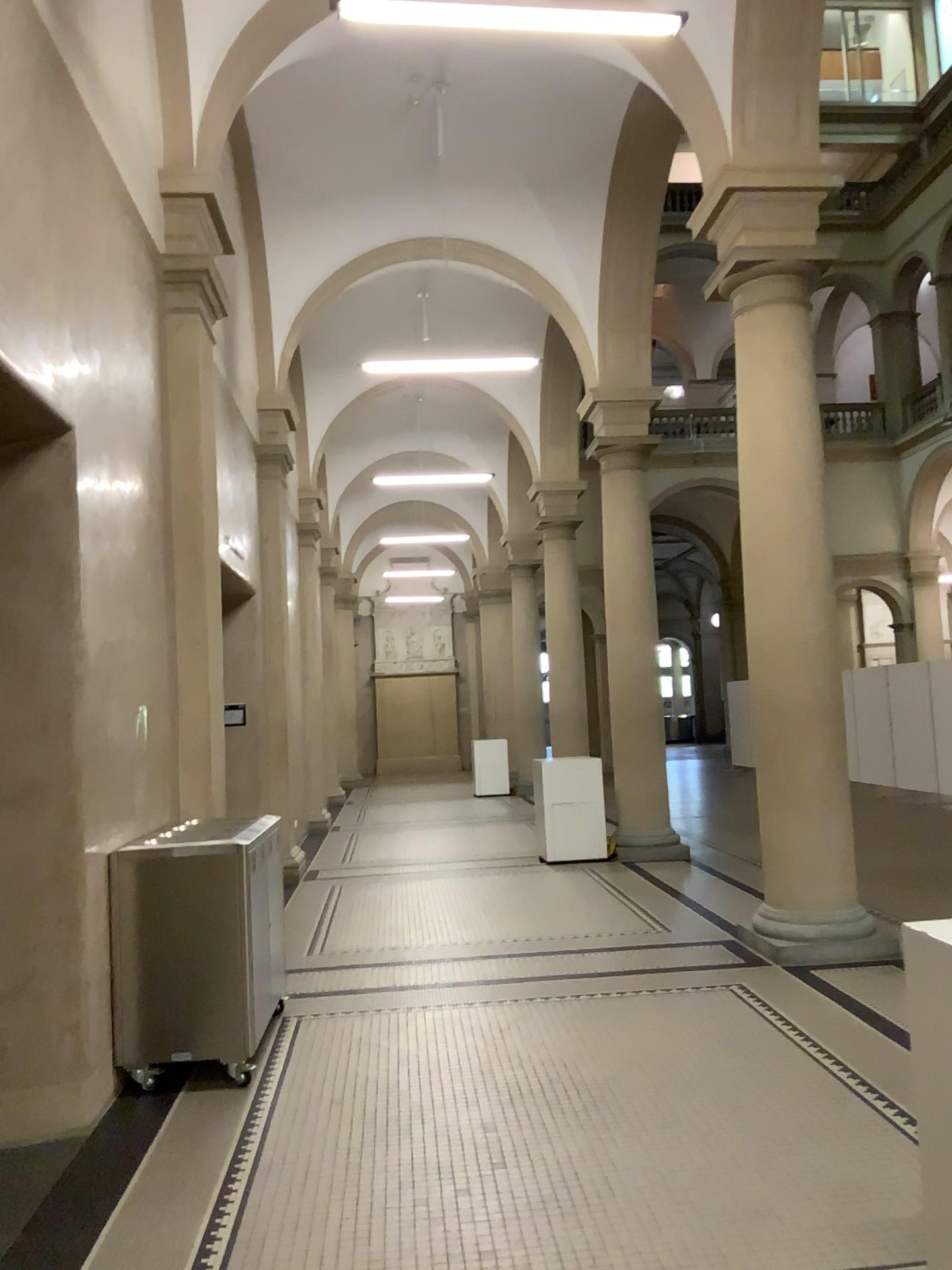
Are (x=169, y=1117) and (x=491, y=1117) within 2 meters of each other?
yes
